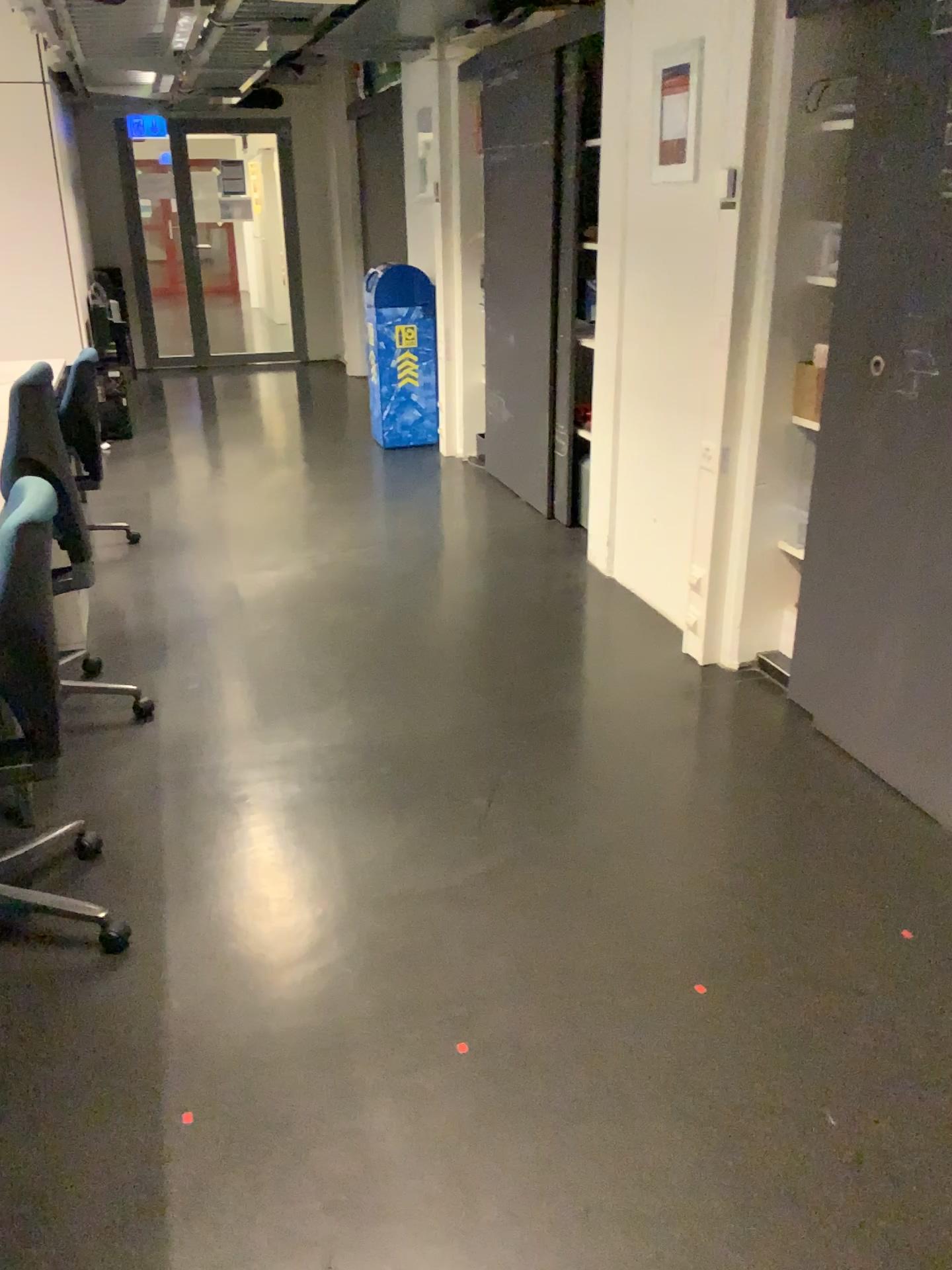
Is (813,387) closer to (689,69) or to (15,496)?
(689,69)

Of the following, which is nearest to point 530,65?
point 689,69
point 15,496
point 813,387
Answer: point 689,69

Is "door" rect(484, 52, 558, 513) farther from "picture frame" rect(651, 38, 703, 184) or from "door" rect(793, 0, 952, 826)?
"door" rect(793, 0, 952, 826)

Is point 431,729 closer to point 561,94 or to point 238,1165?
point 238,1165

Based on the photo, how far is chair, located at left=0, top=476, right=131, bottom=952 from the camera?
2.0 meters

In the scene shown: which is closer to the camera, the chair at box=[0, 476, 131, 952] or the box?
the chair at box=[0, 476, 131, 952]

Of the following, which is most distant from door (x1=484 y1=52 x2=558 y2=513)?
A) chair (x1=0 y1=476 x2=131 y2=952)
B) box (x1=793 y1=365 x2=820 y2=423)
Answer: chair (x1=0 y1=476 x2=131 y2=952)

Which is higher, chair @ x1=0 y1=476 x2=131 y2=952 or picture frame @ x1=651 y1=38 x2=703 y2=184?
picture frame @ x1=651 y1=38 x2=703 y2=184

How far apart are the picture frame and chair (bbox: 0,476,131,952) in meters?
2.2 m

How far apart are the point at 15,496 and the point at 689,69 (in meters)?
2.45
